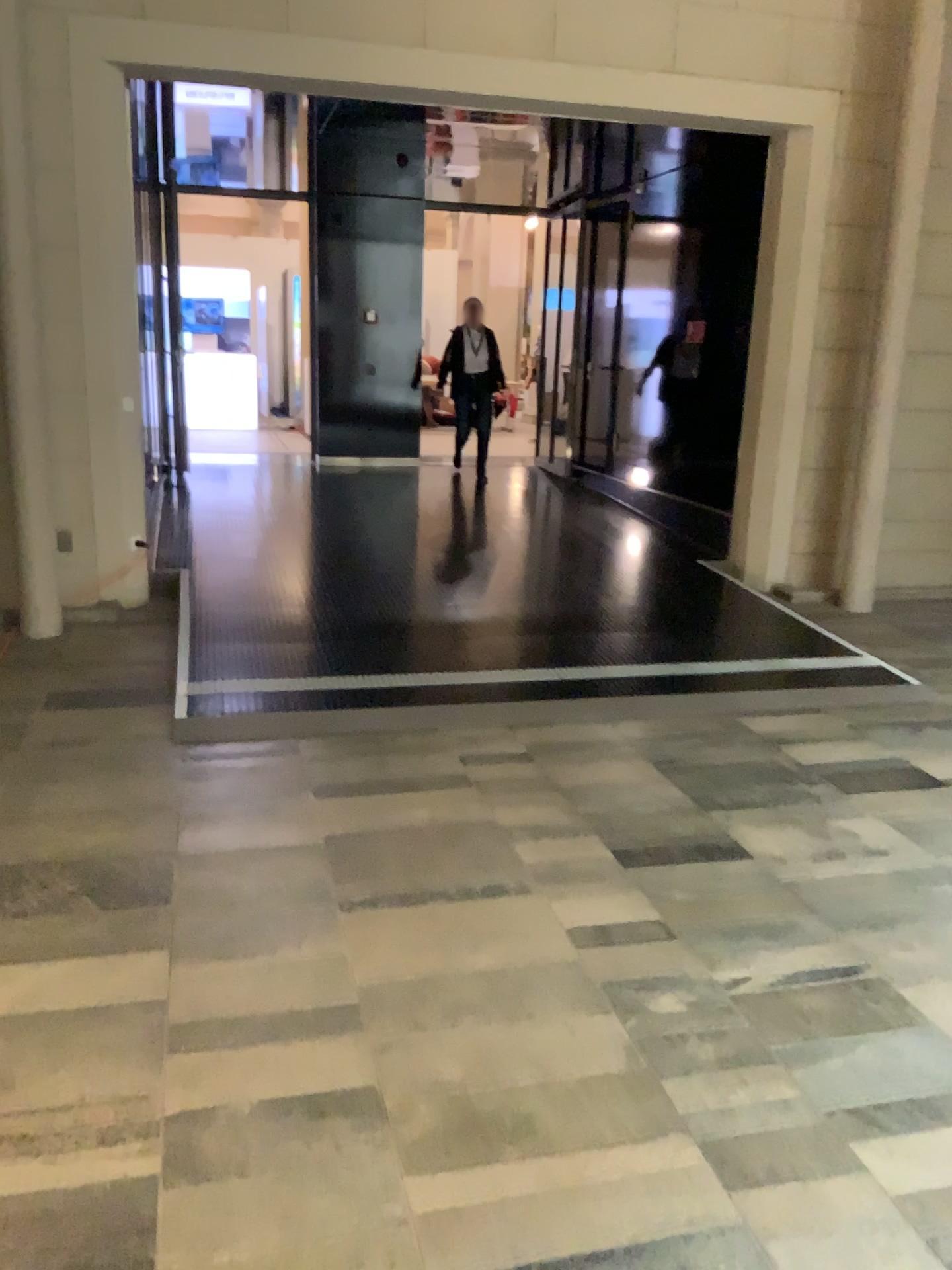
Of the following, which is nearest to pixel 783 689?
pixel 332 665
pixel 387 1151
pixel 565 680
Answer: pixel 565 680
